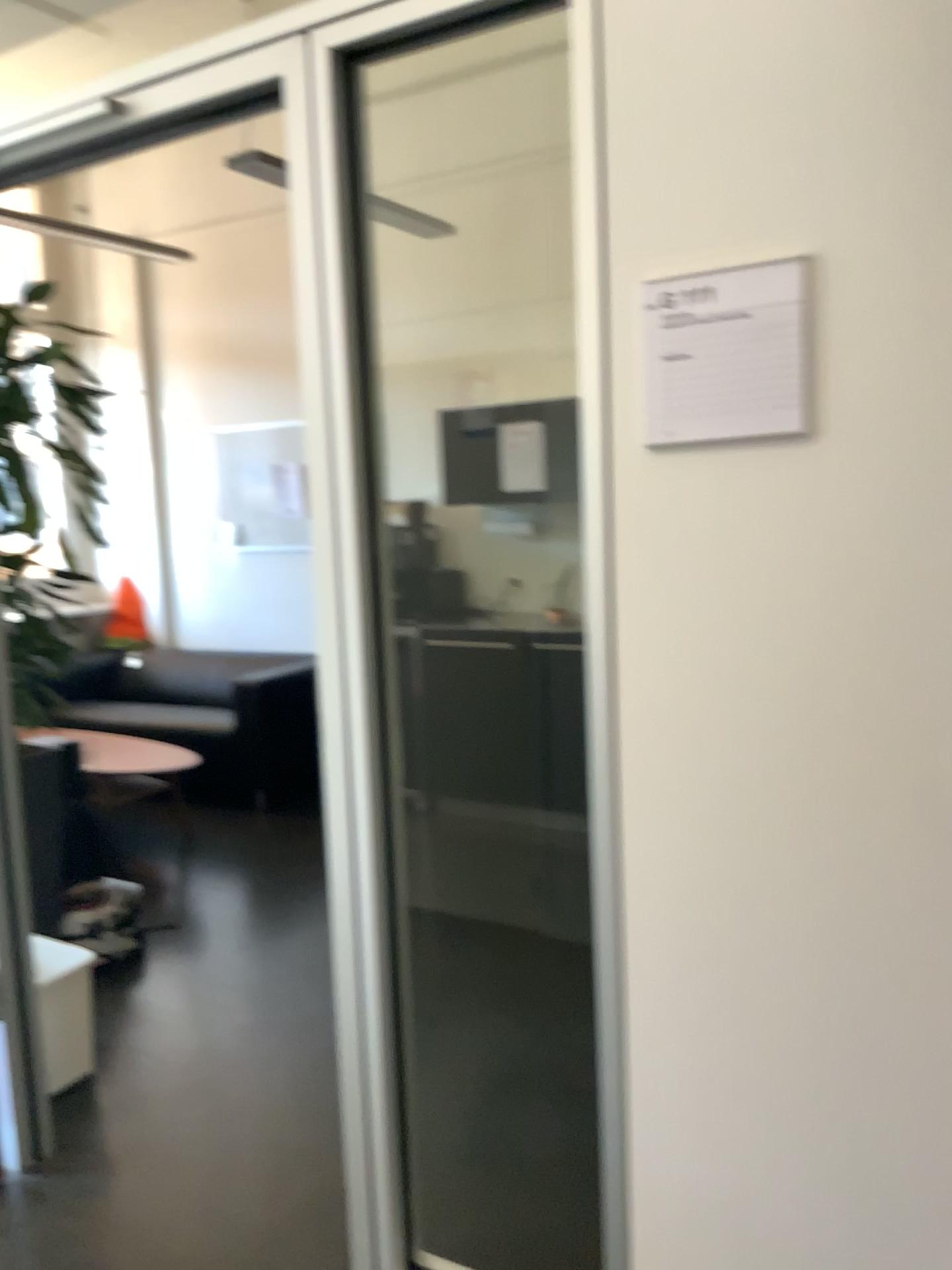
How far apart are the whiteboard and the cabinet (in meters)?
3.29

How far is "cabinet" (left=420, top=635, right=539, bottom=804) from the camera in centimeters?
467cm

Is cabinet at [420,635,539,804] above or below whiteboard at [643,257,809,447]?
below

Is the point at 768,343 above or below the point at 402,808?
above

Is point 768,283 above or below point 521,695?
above

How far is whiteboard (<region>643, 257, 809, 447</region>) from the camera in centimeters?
132cm

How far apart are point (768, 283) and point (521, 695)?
3.4m

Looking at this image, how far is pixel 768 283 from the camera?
1.3m

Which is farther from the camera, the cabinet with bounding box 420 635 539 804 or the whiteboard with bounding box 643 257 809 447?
the cabinet with bounding box 420 635 539 804
